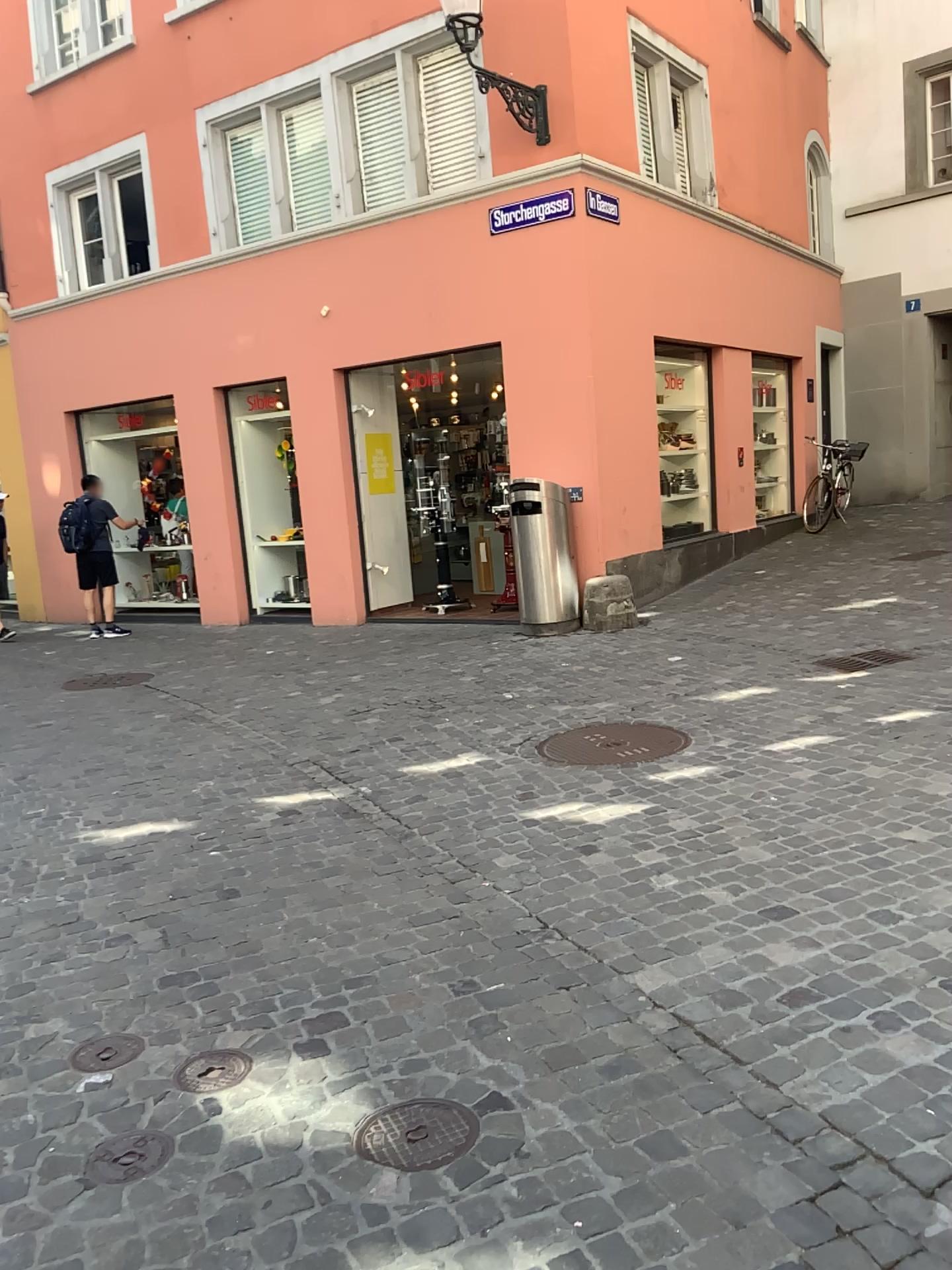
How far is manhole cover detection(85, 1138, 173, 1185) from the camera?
2.1m

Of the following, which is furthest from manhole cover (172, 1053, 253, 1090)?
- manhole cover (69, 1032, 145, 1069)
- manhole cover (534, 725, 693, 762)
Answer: manhole cover (534, 725, 693, 762)

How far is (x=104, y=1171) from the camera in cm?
214

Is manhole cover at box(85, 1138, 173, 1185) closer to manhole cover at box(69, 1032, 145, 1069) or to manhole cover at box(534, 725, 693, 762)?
manhole cover at box(69, 1032, 145, 1069)

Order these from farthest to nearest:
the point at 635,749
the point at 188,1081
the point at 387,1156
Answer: the point at 635,749 < the point at 188,1081 < the point at 387,1156

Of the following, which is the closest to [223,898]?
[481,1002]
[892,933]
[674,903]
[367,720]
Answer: Result: [481,1002]

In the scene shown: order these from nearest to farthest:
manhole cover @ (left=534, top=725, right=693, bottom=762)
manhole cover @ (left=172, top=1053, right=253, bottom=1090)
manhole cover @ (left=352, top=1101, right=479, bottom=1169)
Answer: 1. manhole cover @ (left=352, top=1101, right=479, bottom=1169)
2. manhole cover @ (left=172, top=1053, right=253, bottom=1090)
3. manhole cover @ (left=534, top=725, right=693, bottom=762)

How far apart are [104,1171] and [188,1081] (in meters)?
0.32

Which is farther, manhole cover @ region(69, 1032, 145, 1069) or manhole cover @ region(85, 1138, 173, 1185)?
manhole cover @ region(69, 1032, 145, 1069)

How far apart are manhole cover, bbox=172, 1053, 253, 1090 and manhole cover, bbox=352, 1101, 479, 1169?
0.4 meters
